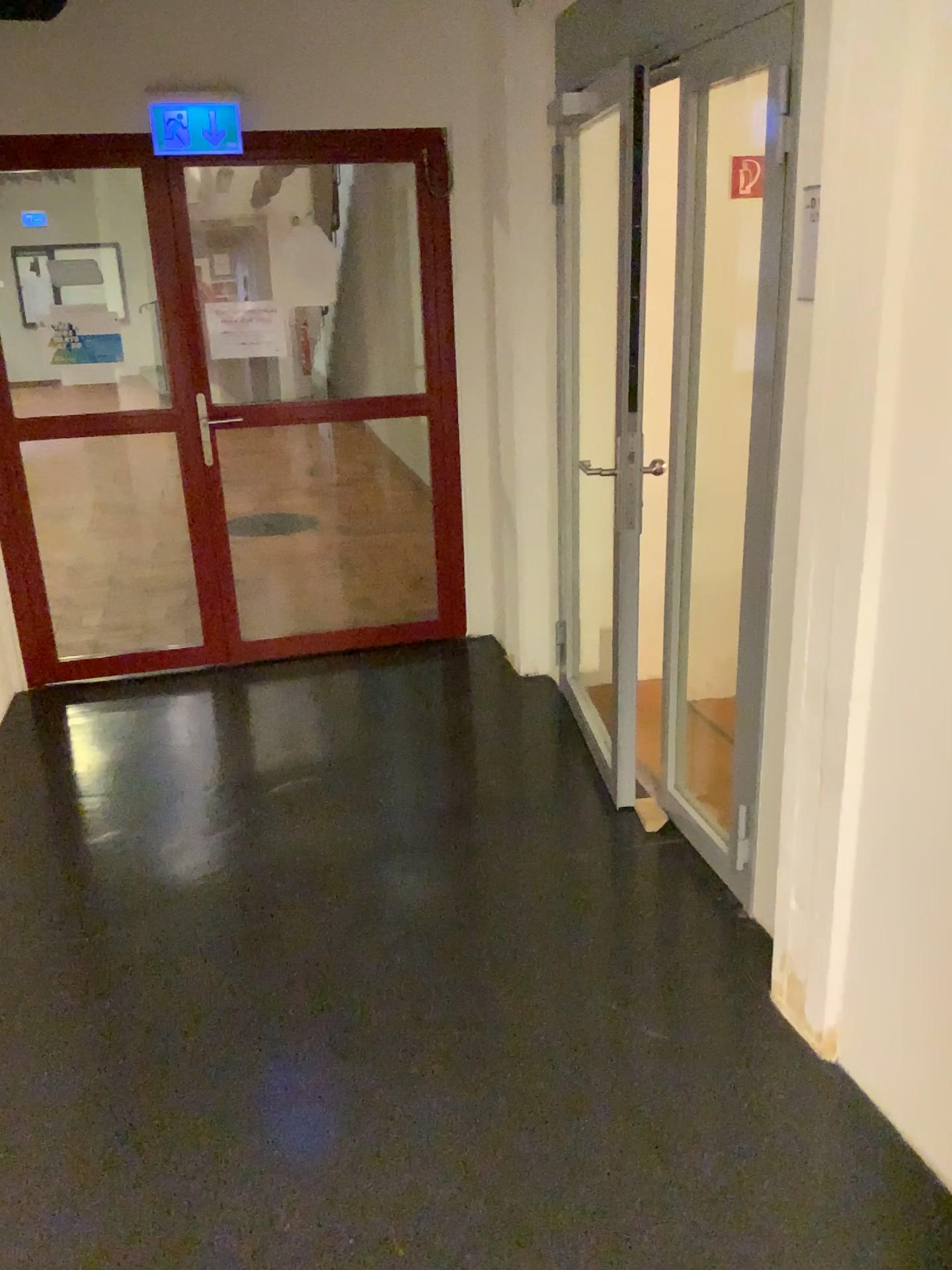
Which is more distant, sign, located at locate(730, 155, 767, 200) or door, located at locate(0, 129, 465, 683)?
door, located at locate(0, 129, 465, 683)

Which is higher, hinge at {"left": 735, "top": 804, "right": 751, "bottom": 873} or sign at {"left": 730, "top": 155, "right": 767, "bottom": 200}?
sign at {"left": 730, "top": 155, "right": 767, "bottom": 200}

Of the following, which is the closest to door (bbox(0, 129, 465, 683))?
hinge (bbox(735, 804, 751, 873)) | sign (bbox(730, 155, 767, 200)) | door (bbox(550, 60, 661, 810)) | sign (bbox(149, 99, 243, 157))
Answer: sign (bbox(149, 99, 243, 157))

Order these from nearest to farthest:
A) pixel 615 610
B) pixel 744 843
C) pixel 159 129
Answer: pixel 744 843 < pixel 615 610 < pixel 159 129

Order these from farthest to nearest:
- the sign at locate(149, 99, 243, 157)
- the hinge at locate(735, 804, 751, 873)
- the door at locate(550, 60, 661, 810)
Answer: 1. the sign at locate(149, 99, 243, 157)
2. the door at locate(550, 60, 661, 810)
3. the hinge at locate(735, 804, 751, 873)

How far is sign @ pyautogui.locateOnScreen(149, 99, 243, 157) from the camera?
3.8 meters

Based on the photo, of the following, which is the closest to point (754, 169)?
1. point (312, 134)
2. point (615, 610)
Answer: point (615, 610)

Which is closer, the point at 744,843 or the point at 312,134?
the point at 744,843

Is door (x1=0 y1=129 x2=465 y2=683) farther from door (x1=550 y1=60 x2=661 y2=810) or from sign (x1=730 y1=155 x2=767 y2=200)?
sign (x1=730 y1=155 x2=767 y2=200)

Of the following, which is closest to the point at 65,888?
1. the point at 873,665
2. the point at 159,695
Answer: the point at 159,695
